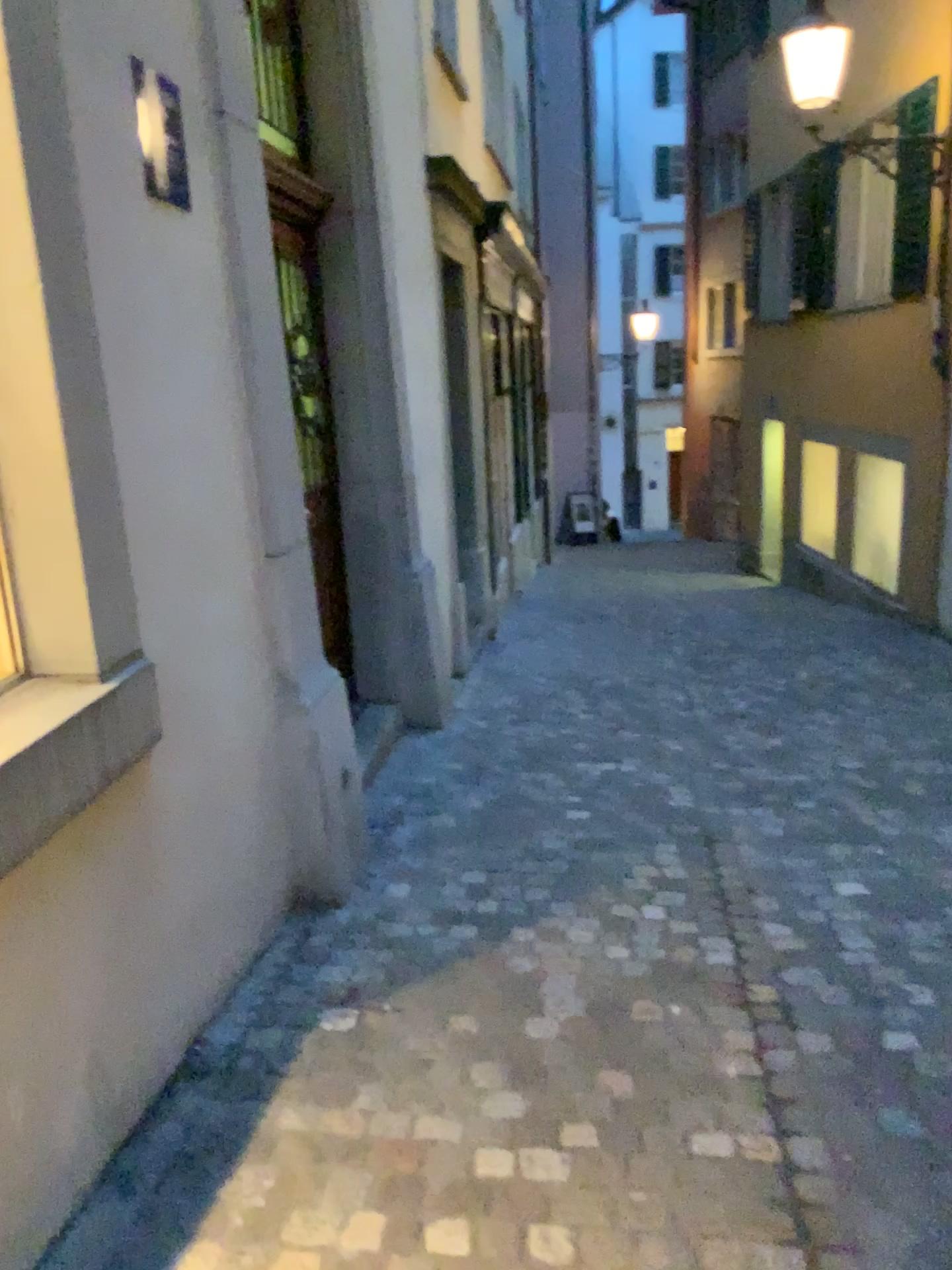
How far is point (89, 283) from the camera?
1.98m
